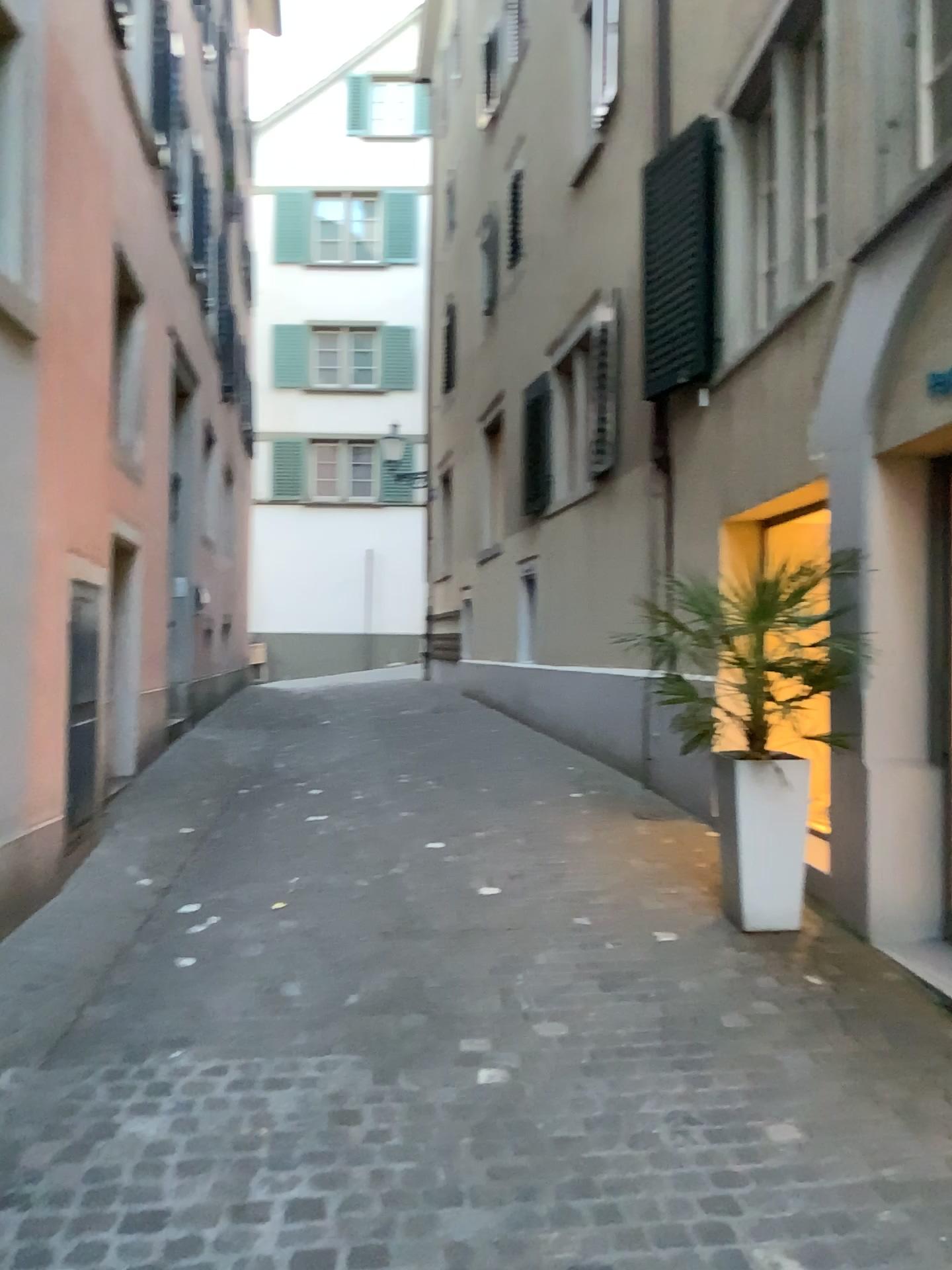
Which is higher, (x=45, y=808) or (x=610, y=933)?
(x=45, y=808)

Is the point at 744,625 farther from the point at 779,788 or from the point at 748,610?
the point at 779,788

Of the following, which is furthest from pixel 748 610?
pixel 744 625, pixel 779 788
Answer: pixel 779 788

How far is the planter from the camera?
4.3 meters

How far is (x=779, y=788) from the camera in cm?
427
